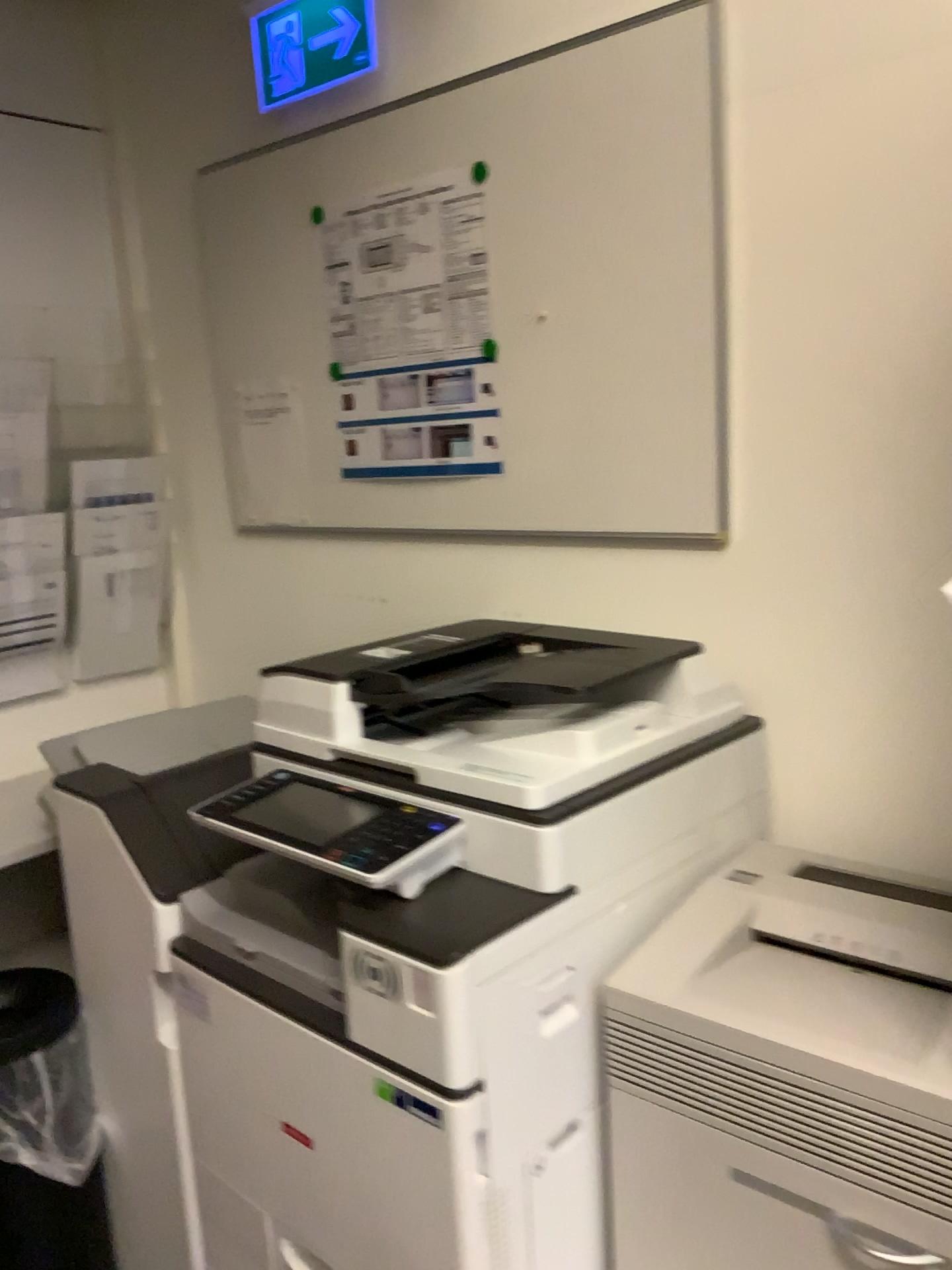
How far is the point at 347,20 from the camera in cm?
185

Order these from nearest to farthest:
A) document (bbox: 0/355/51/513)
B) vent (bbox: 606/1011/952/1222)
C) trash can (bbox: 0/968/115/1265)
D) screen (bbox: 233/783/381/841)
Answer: vent (bbox: 606/1011/952/1222)
screen (bbox: 233/783/381/841)
trash can (bbox: 0/968/115/1265)
document (bbox: 0/355/51/513)

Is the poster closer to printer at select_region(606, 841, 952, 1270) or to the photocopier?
the photocopier

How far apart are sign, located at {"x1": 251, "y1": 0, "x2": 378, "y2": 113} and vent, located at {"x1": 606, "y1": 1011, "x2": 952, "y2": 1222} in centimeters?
160cm

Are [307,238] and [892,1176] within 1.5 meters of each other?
no

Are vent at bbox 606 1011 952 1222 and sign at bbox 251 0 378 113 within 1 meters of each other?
no

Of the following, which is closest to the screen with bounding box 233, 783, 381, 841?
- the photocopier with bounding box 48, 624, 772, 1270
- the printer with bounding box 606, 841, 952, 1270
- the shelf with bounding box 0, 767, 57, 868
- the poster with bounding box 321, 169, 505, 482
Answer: the photocopier with bounding box 48, 624, 772, 1270

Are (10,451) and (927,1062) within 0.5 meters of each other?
no

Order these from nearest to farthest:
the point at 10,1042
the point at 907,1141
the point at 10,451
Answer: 1. the point at 907,1141
2. the point at 10,1042
3. the point at 10,451

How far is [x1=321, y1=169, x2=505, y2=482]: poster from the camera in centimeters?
180cm
